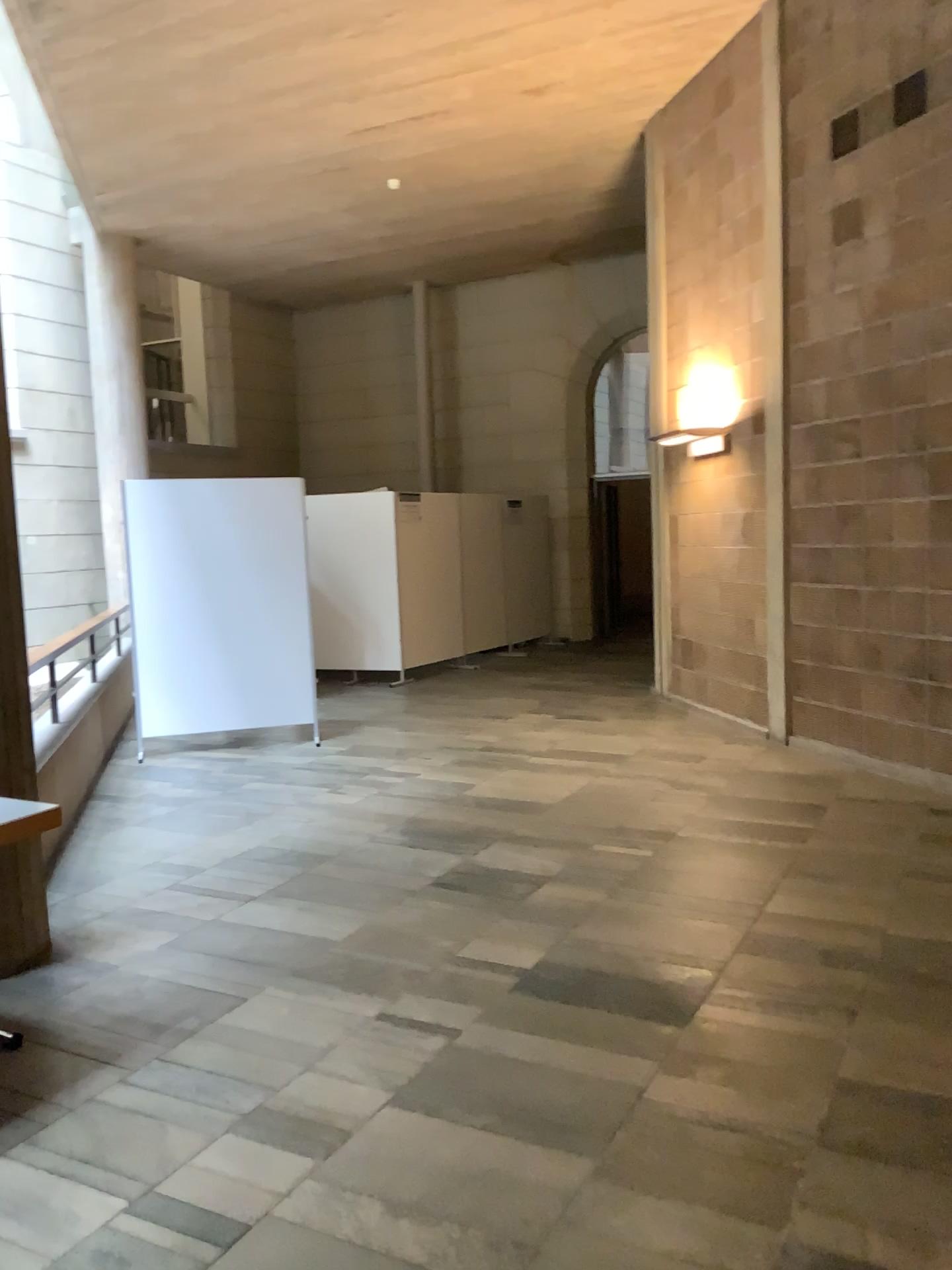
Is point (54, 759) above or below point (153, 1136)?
above
